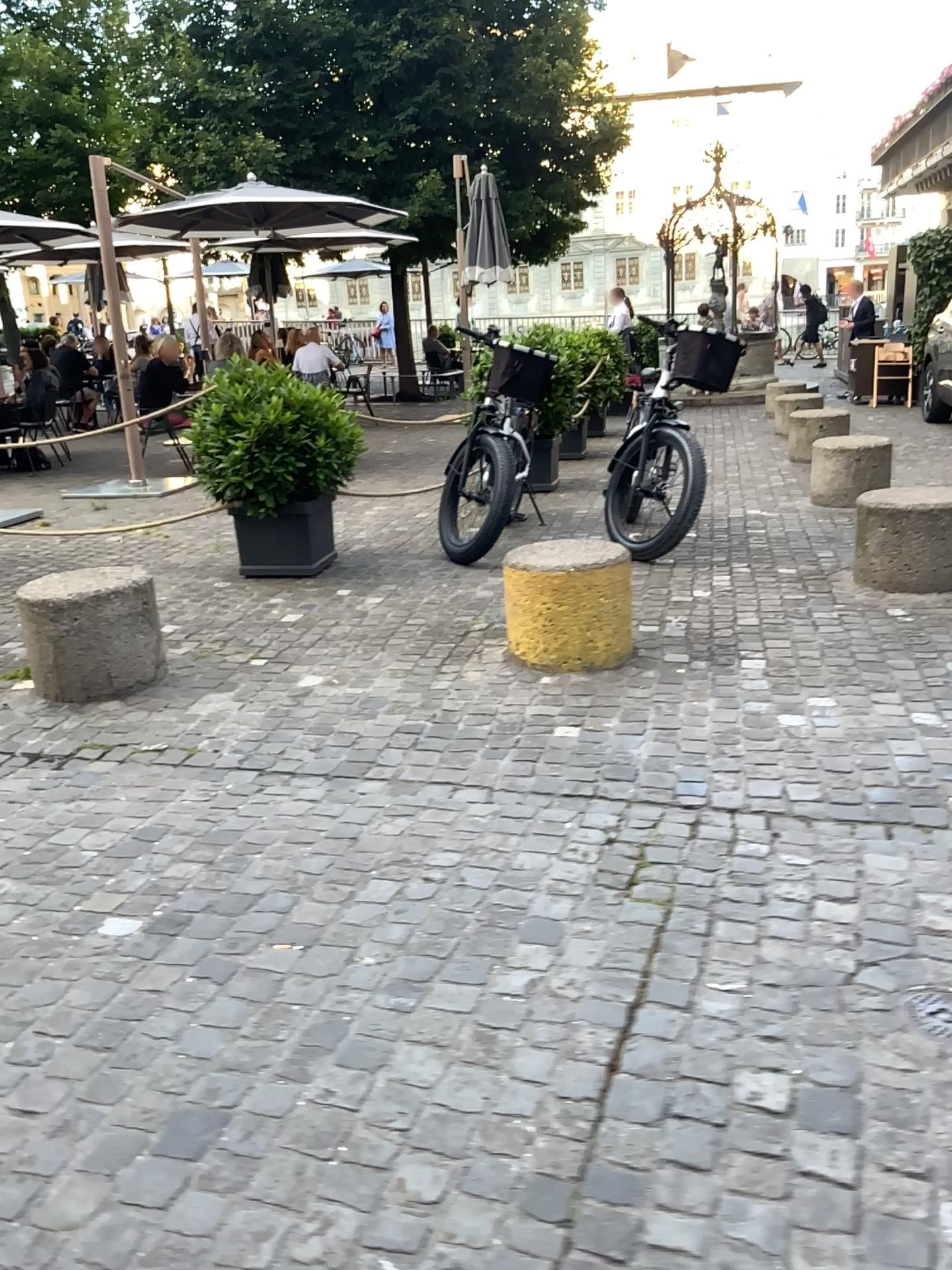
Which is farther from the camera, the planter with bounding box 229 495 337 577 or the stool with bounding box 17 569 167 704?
the planter with bounding box 229 495 337 577

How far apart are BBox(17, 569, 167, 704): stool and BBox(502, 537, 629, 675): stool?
1.39m

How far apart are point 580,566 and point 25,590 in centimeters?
206cm

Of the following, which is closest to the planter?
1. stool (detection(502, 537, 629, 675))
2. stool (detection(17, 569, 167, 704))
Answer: stool (detection(17, 569, 167, 704))

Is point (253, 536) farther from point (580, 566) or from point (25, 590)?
point (580, 566)

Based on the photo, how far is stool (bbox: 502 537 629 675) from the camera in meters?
3.9 m

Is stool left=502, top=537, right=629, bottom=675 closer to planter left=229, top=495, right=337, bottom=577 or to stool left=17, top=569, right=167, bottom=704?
stool left=17, top=569, right=167, bottom=704

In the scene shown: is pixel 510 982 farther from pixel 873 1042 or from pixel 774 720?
pixel 774 720

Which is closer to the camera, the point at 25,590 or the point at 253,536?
the point at 25,590

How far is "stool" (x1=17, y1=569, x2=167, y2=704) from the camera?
3.93m
